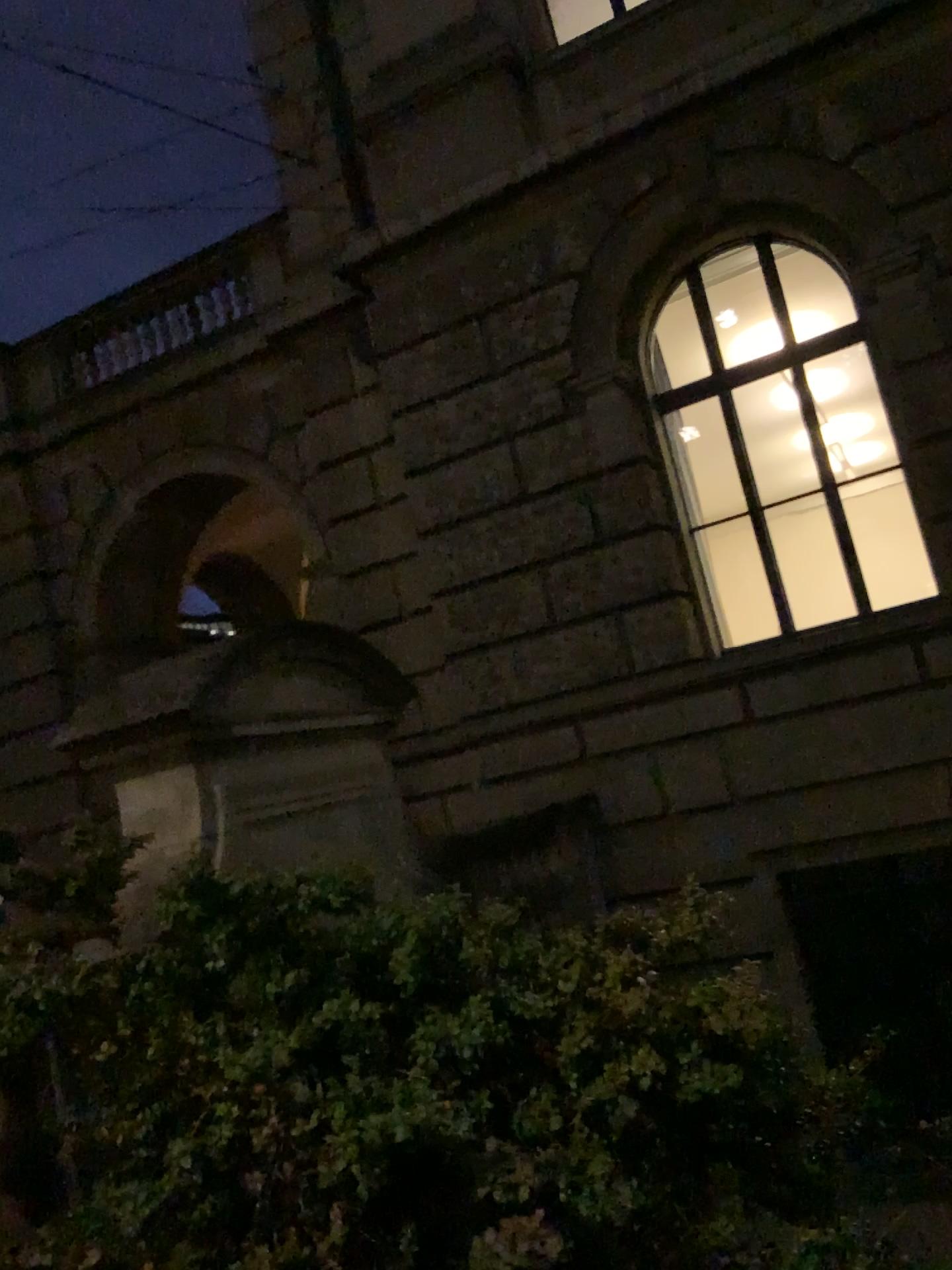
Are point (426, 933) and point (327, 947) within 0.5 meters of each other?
yes
